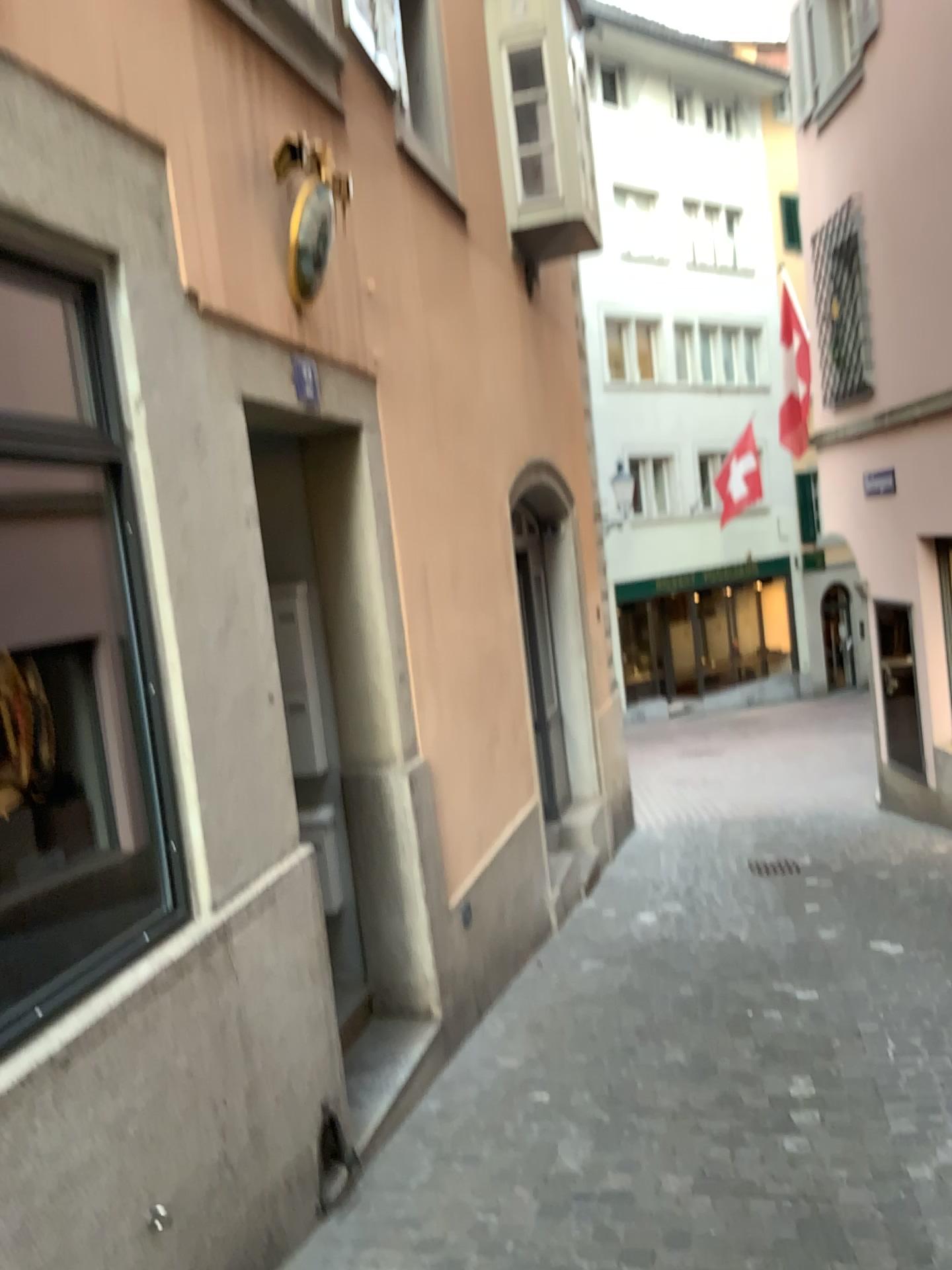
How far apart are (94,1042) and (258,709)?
1.1m
